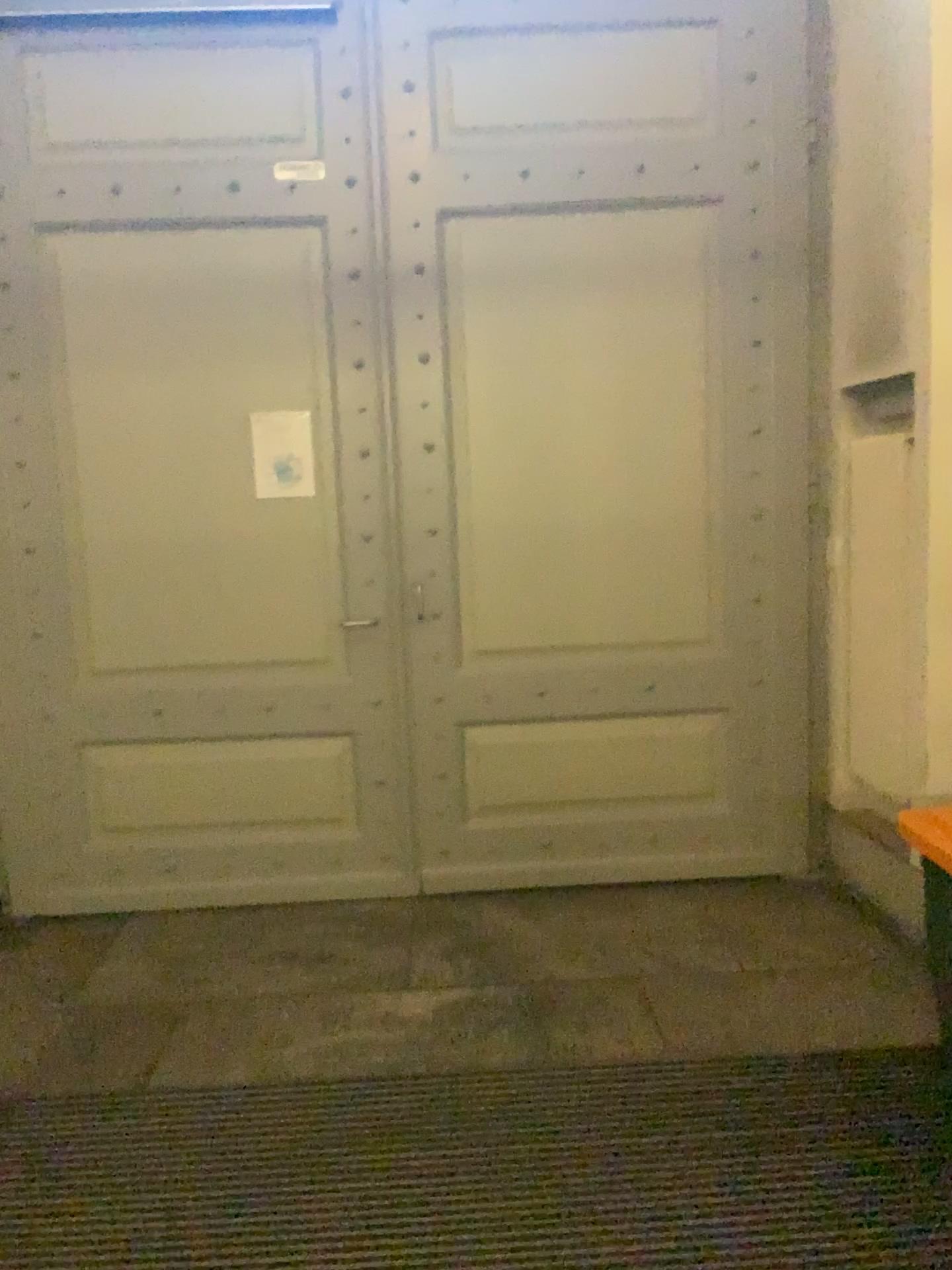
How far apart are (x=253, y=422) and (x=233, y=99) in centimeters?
110cm

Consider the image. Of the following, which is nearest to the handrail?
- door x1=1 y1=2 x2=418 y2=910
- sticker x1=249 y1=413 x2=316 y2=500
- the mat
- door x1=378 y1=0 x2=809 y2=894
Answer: door x1=1 y1=2 x2=418 y2=910

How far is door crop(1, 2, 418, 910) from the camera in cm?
367

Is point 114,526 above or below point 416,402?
below

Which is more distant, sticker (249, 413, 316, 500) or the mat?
sticker (249, 413, 316, 500)

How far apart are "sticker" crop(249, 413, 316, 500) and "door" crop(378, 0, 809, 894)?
0.34m

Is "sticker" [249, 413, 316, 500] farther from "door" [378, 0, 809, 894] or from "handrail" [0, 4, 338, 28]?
"handrail" [0, 4, 338, 28]

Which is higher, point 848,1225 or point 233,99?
point 233,99

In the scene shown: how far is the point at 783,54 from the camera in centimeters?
370cm

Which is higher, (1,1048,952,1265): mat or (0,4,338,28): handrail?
(0,4,338,28): handrail
